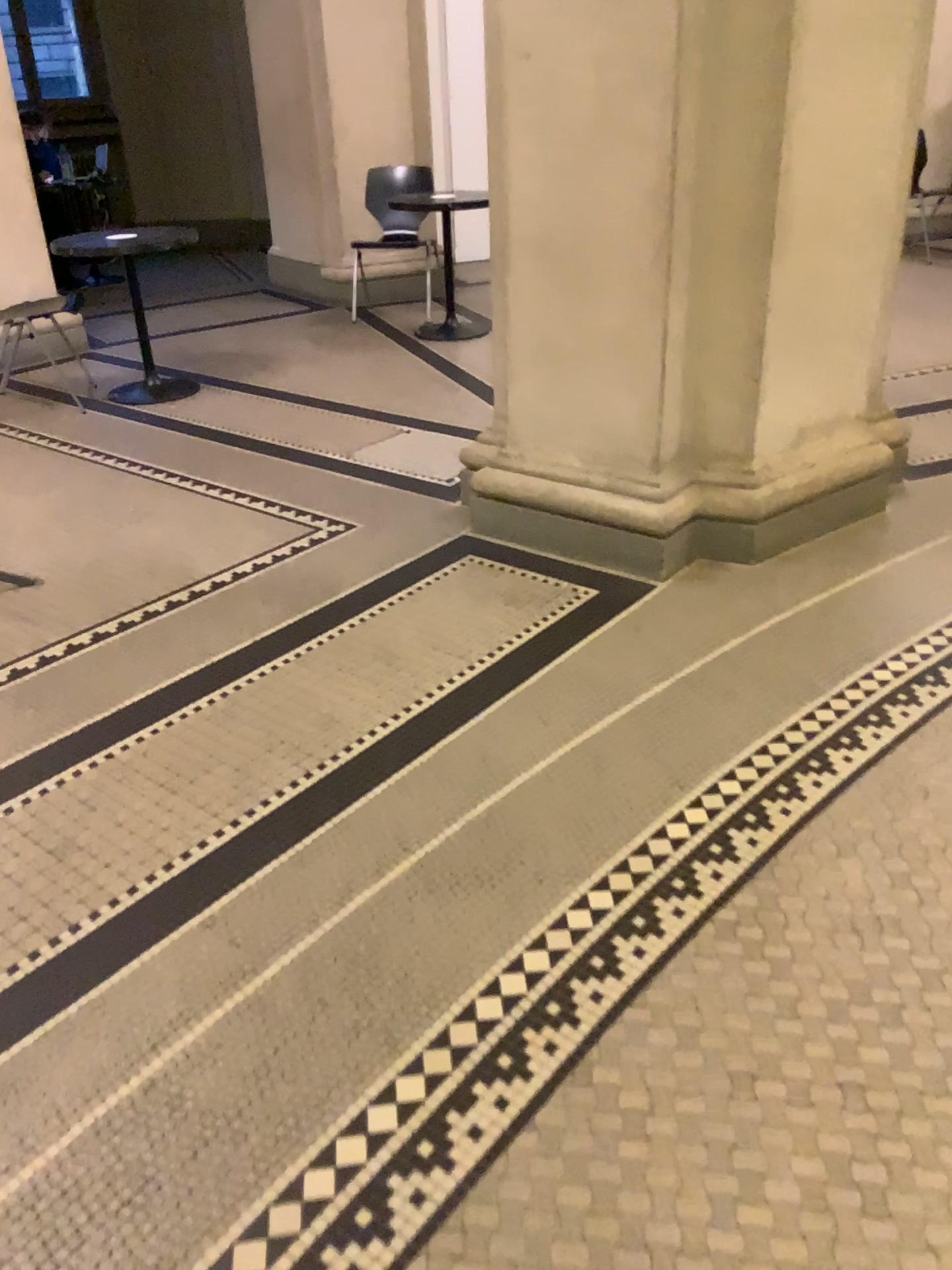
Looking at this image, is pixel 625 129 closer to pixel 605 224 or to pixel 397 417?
pixel 605 224
